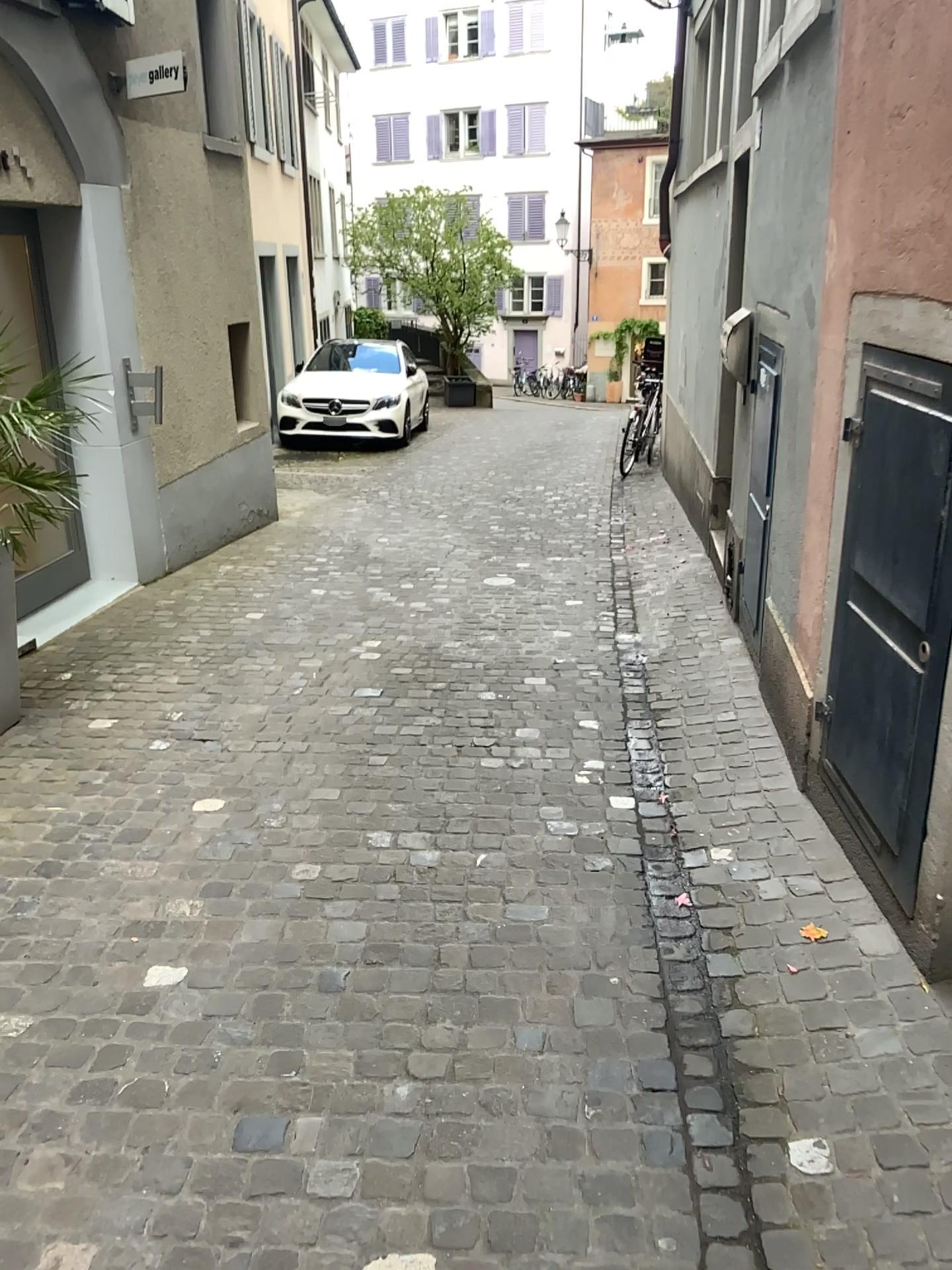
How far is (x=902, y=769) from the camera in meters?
2.5 m
